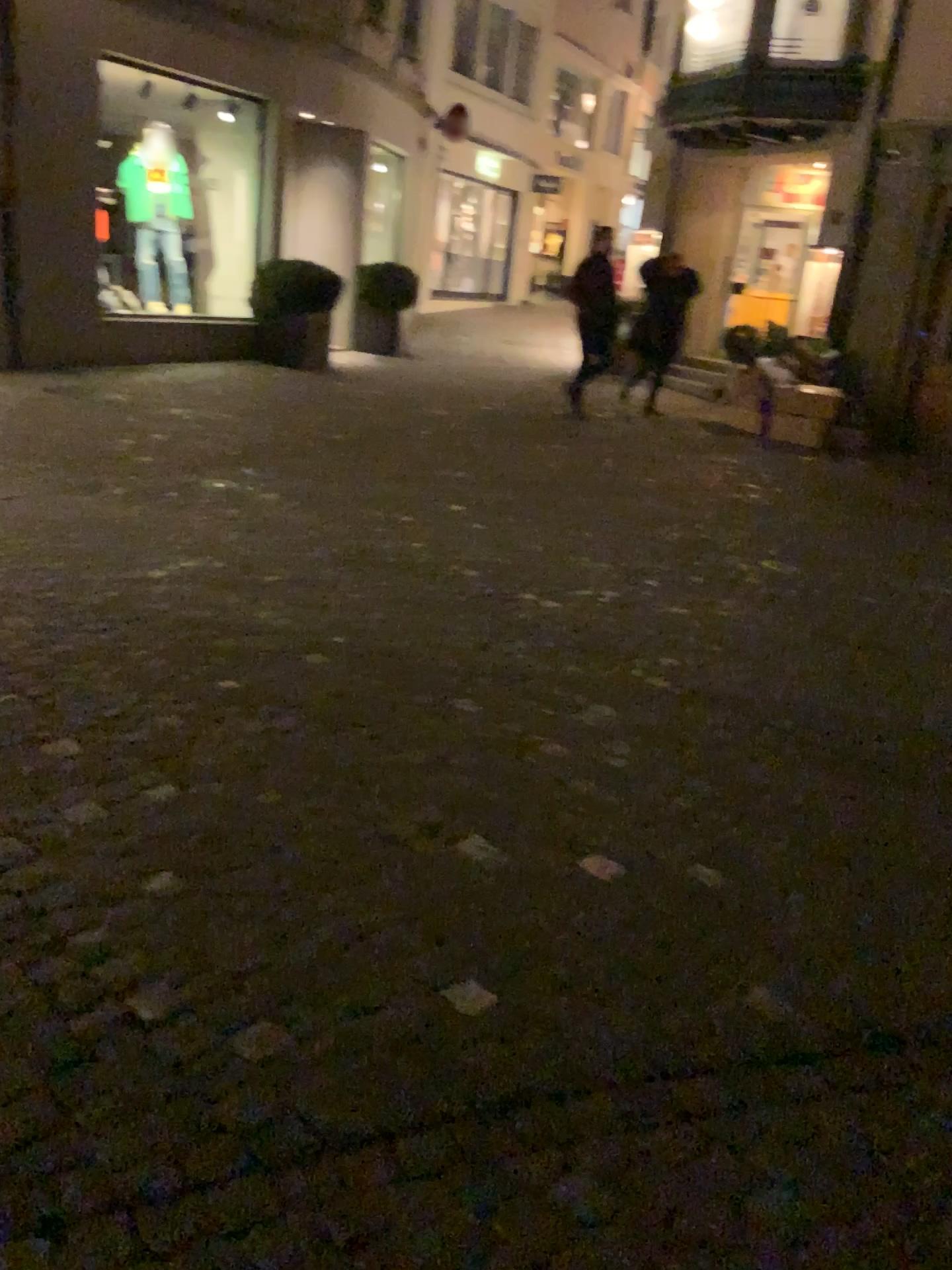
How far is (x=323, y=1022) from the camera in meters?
2.0 m
